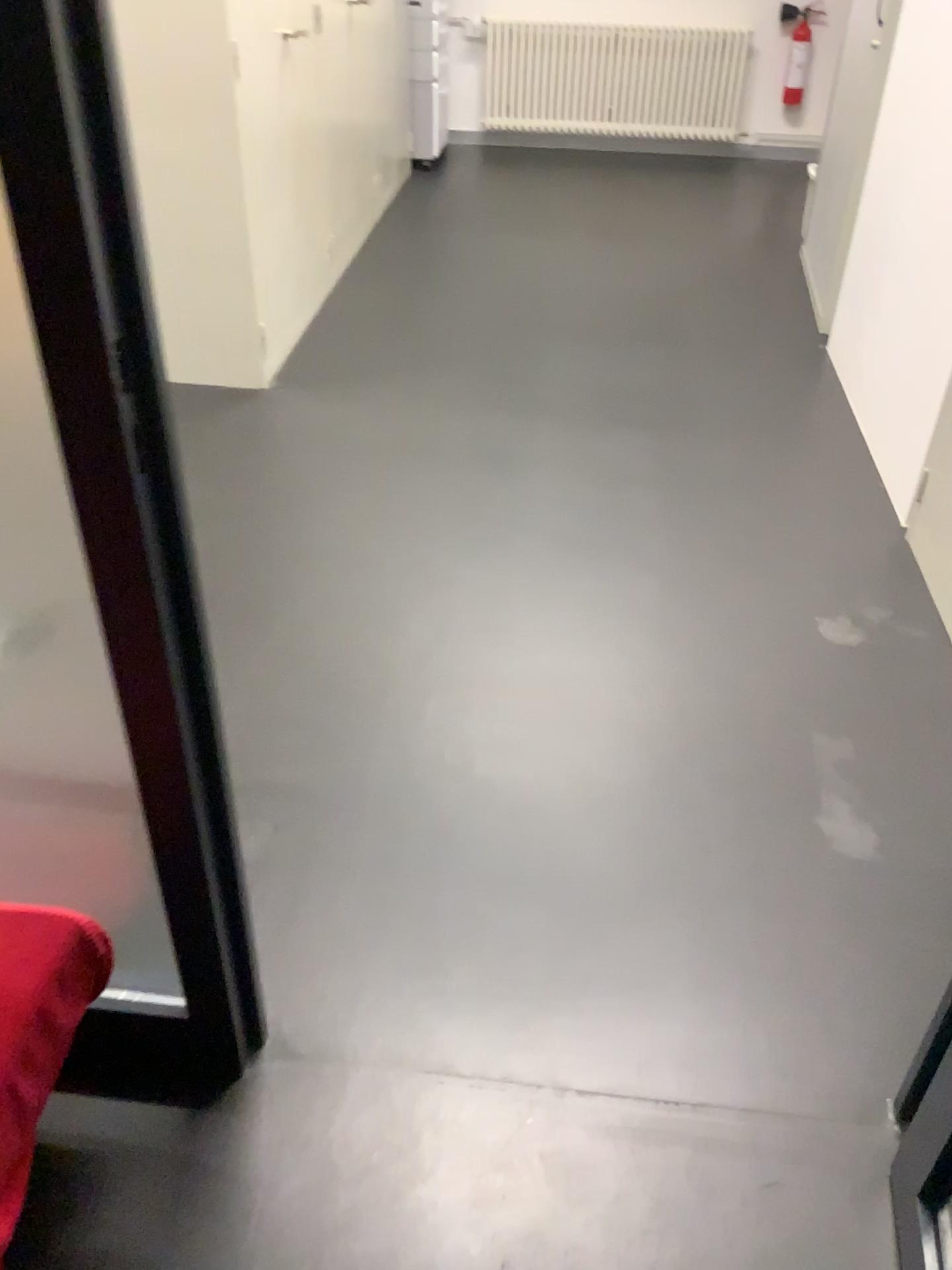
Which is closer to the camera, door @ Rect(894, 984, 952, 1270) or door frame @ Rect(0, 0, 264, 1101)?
door frame @ Rect(0, 0, 264, 1101)

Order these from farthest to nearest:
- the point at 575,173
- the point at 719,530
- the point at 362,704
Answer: the point at 575,173 < the point at 719,530 < the point at 362,704

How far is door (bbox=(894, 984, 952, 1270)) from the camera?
1.25m

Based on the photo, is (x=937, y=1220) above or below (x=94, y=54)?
below

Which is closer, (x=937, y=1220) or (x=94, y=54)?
(x=94, y=54)

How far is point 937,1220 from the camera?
1.25m
